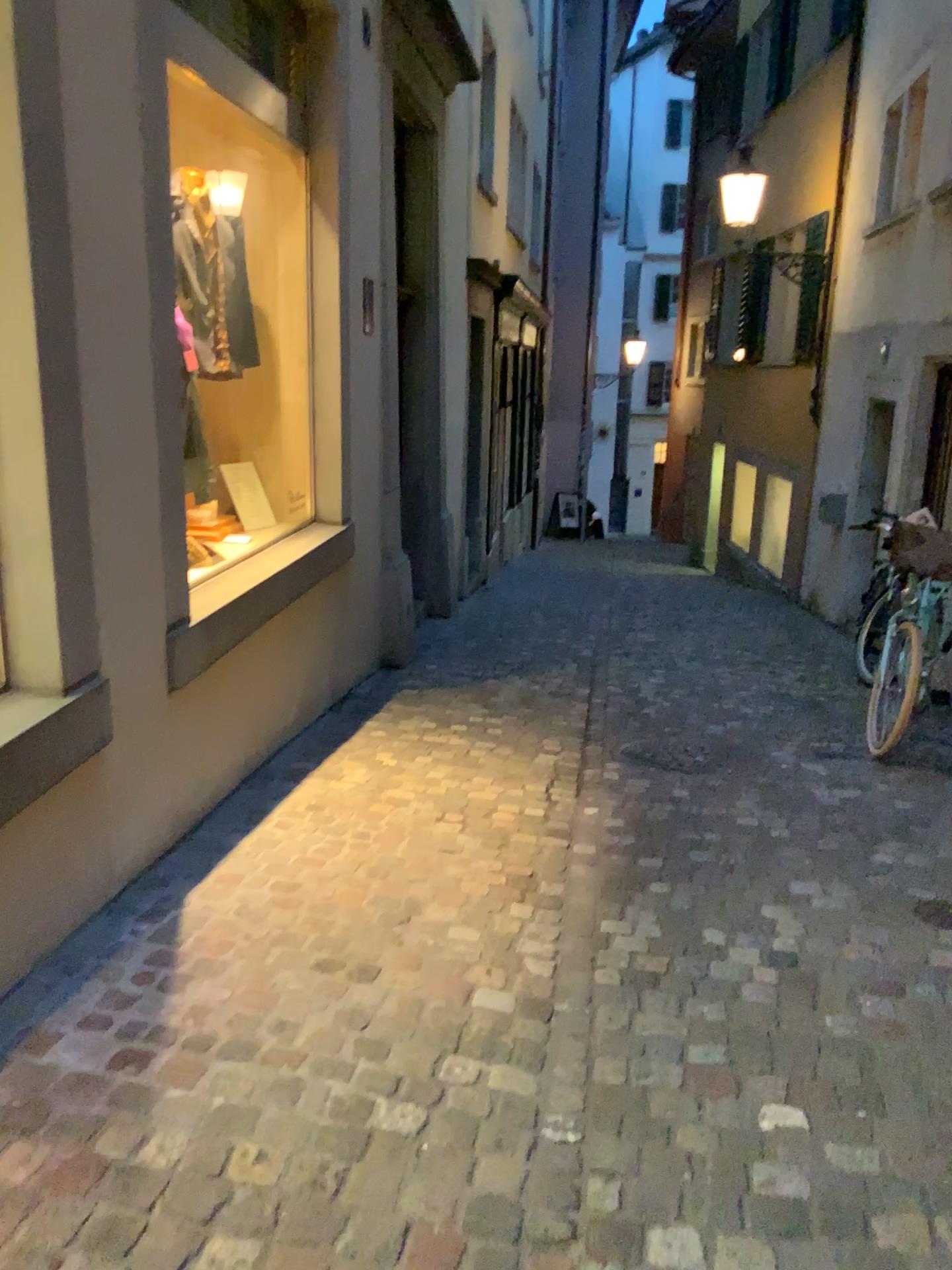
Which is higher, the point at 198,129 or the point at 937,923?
the point at 198,129

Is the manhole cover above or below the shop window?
below

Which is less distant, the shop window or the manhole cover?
the manhole cover

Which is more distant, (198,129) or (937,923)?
(198,129)

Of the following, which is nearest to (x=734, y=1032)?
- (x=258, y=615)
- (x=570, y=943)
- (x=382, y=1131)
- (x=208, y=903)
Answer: (x=570, y=943)
